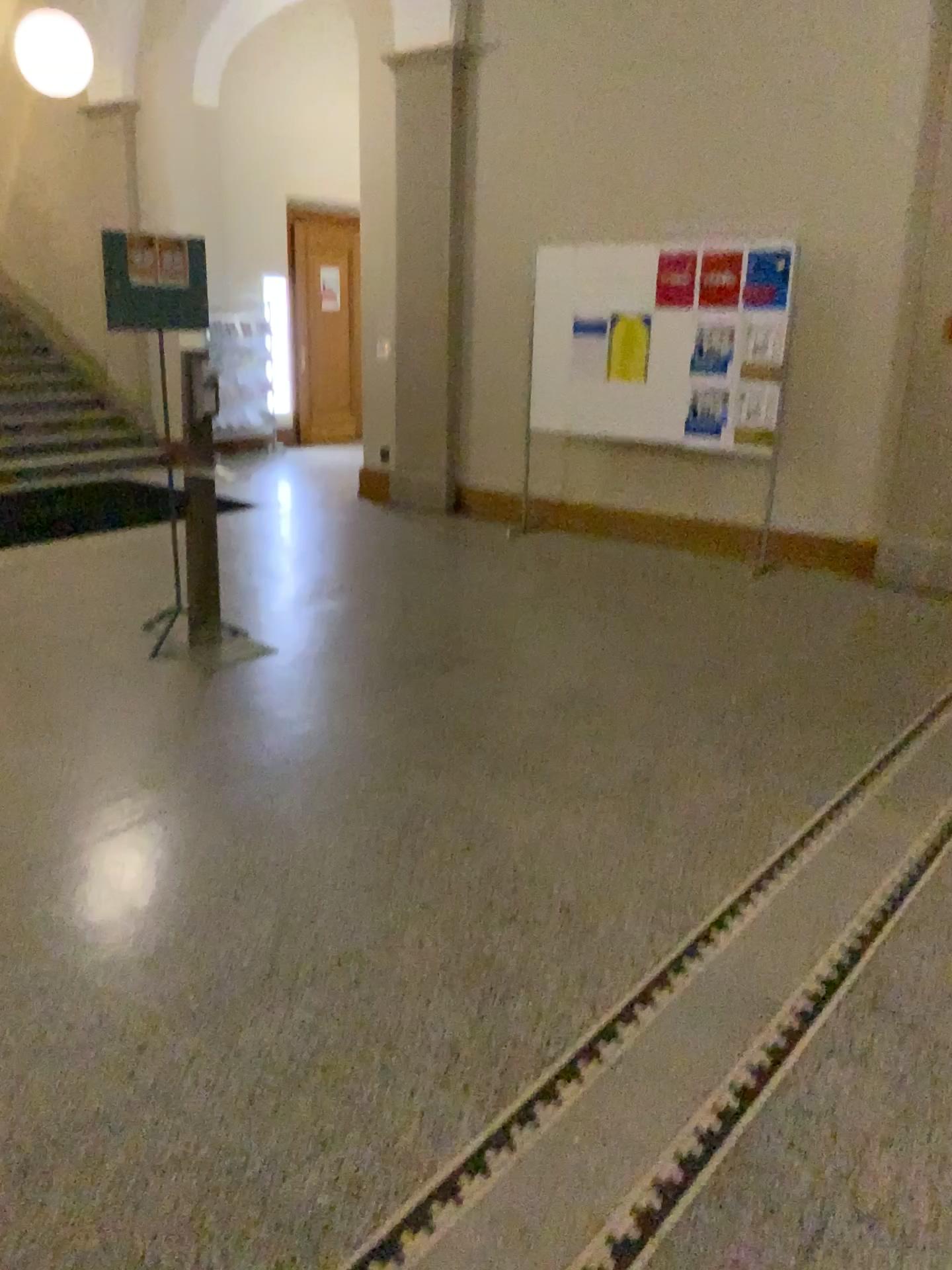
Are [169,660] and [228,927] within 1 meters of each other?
no
